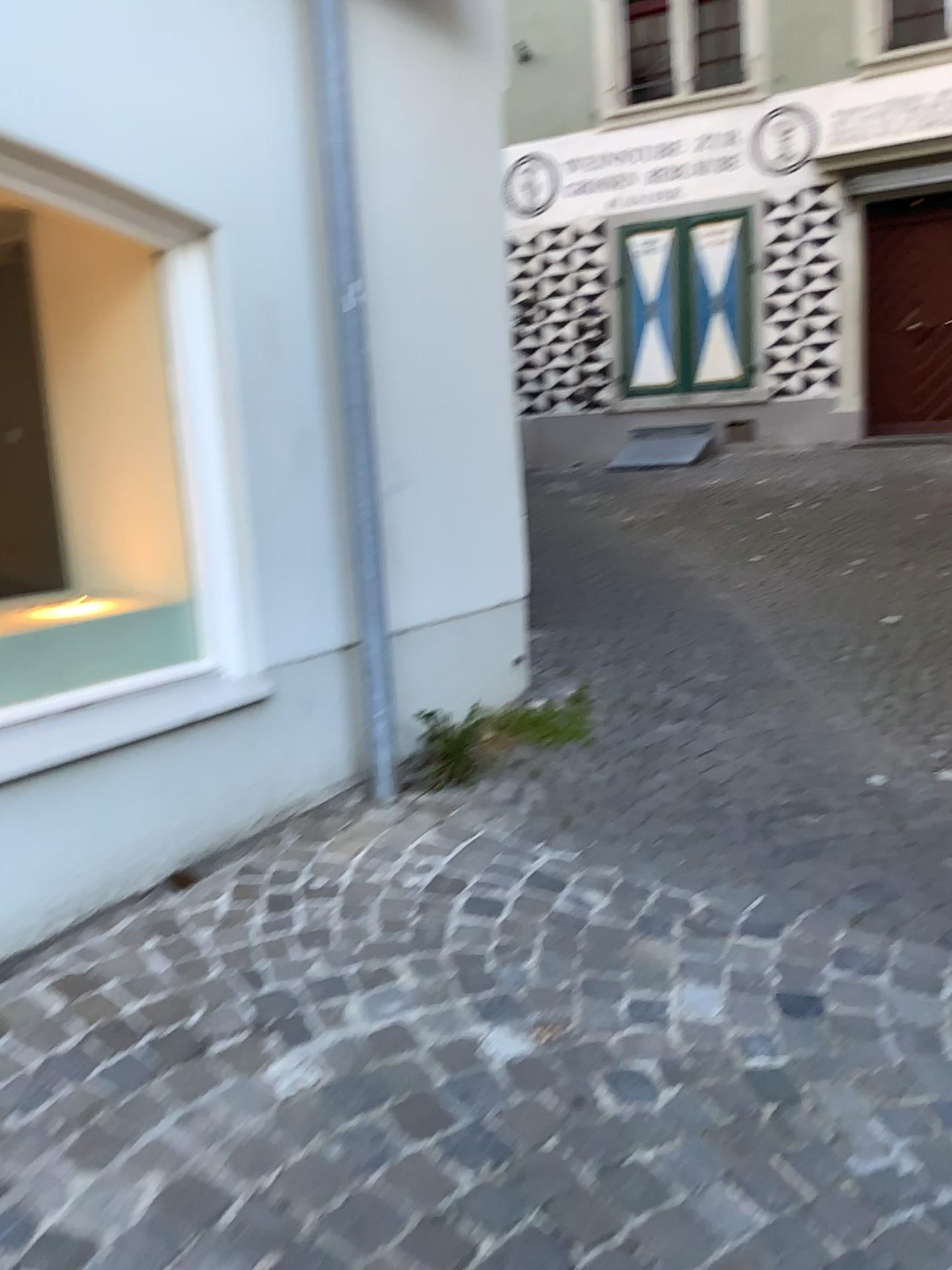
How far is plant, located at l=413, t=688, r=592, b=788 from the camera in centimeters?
315cm

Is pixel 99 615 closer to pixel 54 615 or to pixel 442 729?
pixel 54 615

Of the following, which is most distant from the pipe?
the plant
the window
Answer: the window

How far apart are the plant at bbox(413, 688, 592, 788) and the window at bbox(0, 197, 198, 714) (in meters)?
0.76

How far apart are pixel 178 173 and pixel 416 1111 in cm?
210

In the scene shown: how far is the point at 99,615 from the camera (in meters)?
2.56

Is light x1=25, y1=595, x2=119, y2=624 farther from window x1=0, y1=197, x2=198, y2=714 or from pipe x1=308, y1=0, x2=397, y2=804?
pipe x1=308, y1=0, x2=397, y2=804

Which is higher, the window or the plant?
the window

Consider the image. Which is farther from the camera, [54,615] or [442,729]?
[442,729]

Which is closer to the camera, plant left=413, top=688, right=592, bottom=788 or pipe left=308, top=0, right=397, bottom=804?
pipe left=308, top=0, right=397, bottom=804
